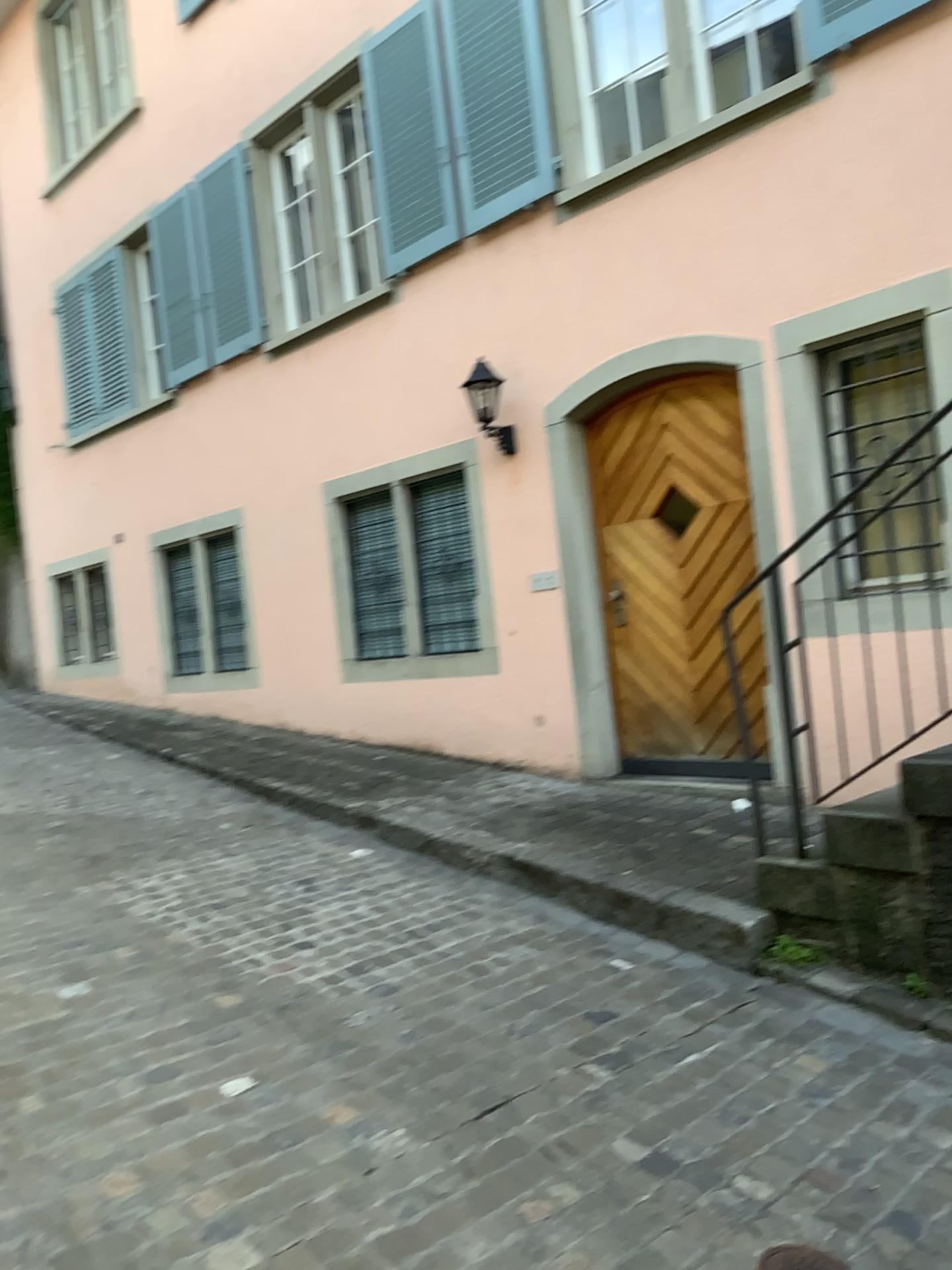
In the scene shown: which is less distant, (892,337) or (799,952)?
(799,952)

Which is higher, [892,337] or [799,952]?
[892,337]

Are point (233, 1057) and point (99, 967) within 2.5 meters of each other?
yes

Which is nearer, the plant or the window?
the plant

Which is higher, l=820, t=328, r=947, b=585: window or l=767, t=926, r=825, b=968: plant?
l=820, t=328, r=947, b=585: window
